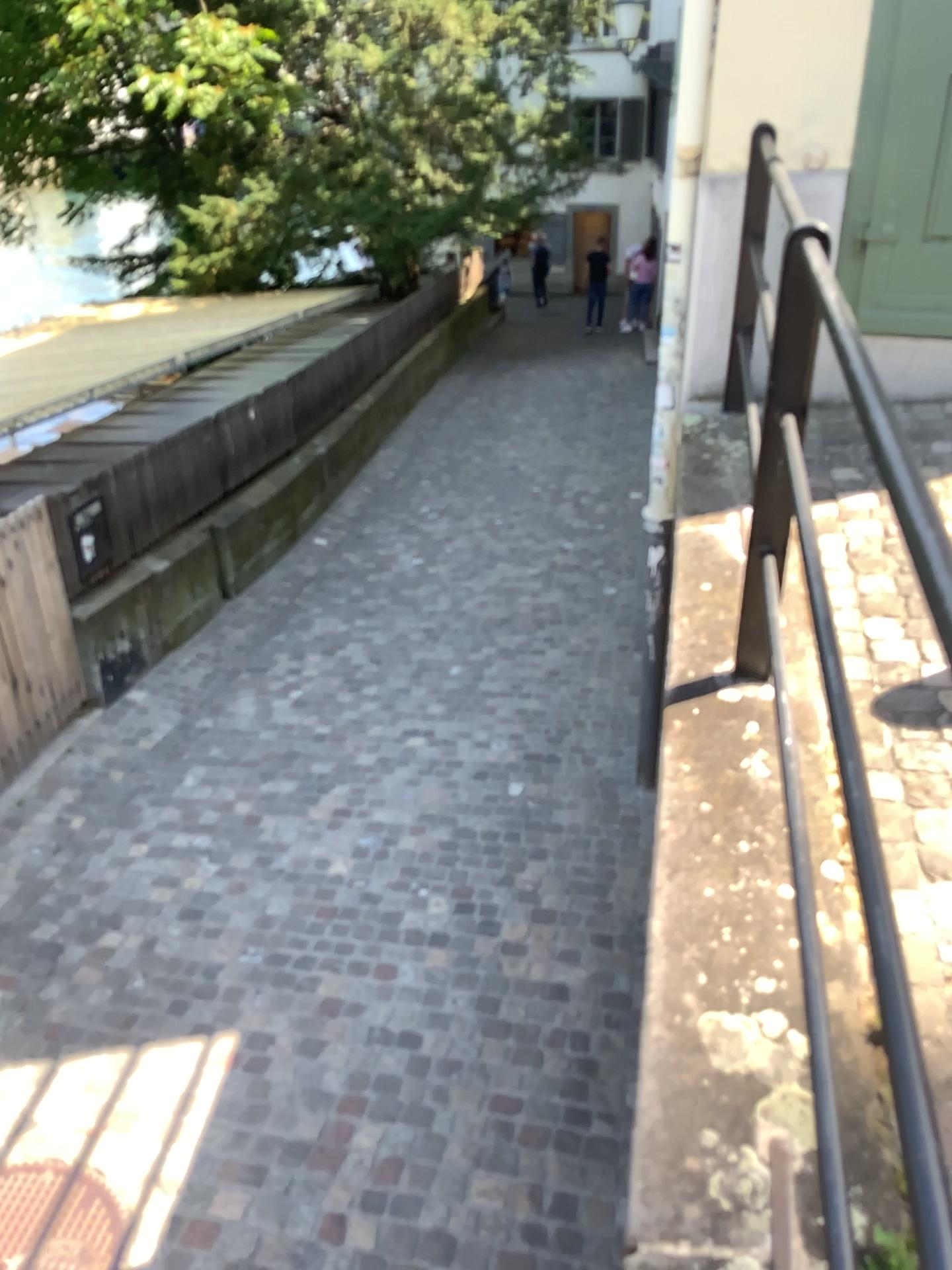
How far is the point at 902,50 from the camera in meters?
3.3

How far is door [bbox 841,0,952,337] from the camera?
3.3 meters

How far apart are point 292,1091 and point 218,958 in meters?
0.8 m
